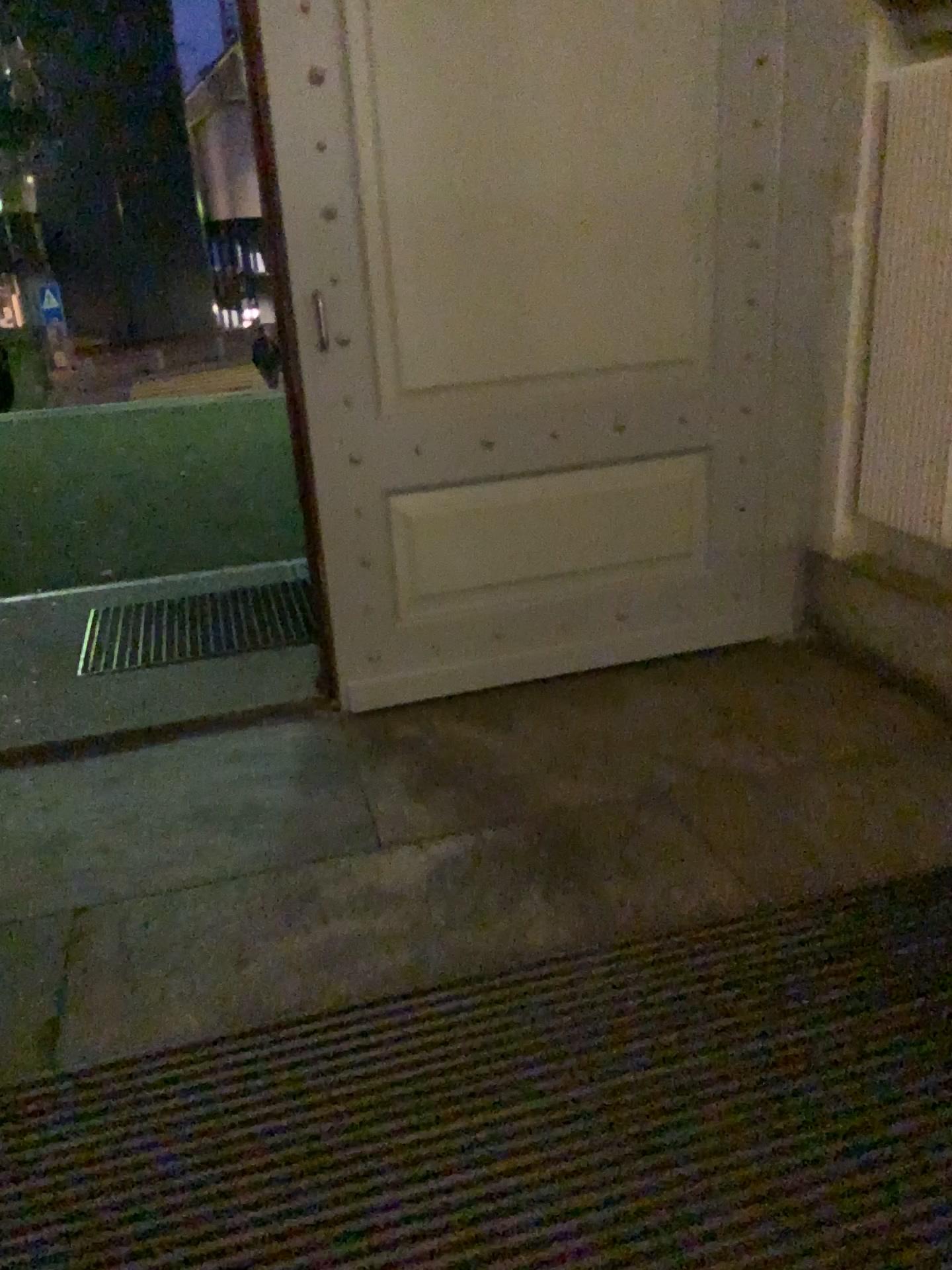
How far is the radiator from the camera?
2.7 meters

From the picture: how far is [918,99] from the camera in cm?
267

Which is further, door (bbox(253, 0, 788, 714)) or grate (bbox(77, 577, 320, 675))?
grate (bbox(77, 577, 320, 675))

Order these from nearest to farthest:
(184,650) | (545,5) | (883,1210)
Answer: (883,1210) → (545,5) → (184,650)

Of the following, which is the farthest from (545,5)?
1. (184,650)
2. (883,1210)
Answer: (883,1210)

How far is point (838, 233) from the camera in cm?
295

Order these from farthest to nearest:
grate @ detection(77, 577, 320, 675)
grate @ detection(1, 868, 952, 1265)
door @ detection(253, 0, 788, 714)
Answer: grate @ detection(77, 577, 320, 675), door @ detection(253, 0, 788, 714), grate @ detection(1, 868, 952, 1265)

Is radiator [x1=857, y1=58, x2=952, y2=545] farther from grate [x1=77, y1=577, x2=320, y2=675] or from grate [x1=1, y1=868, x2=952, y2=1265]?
grate [x1=77, y1=577, x2=320, y2=675]

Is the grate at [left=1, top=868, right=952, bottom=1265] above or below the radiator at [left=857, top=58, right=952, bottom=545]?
below

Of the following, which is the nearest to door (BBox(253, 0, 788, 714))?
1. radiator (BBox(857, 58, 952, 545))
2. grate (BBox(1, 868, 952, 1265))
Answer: radiator (BBox(857, 58, 952, 545))
